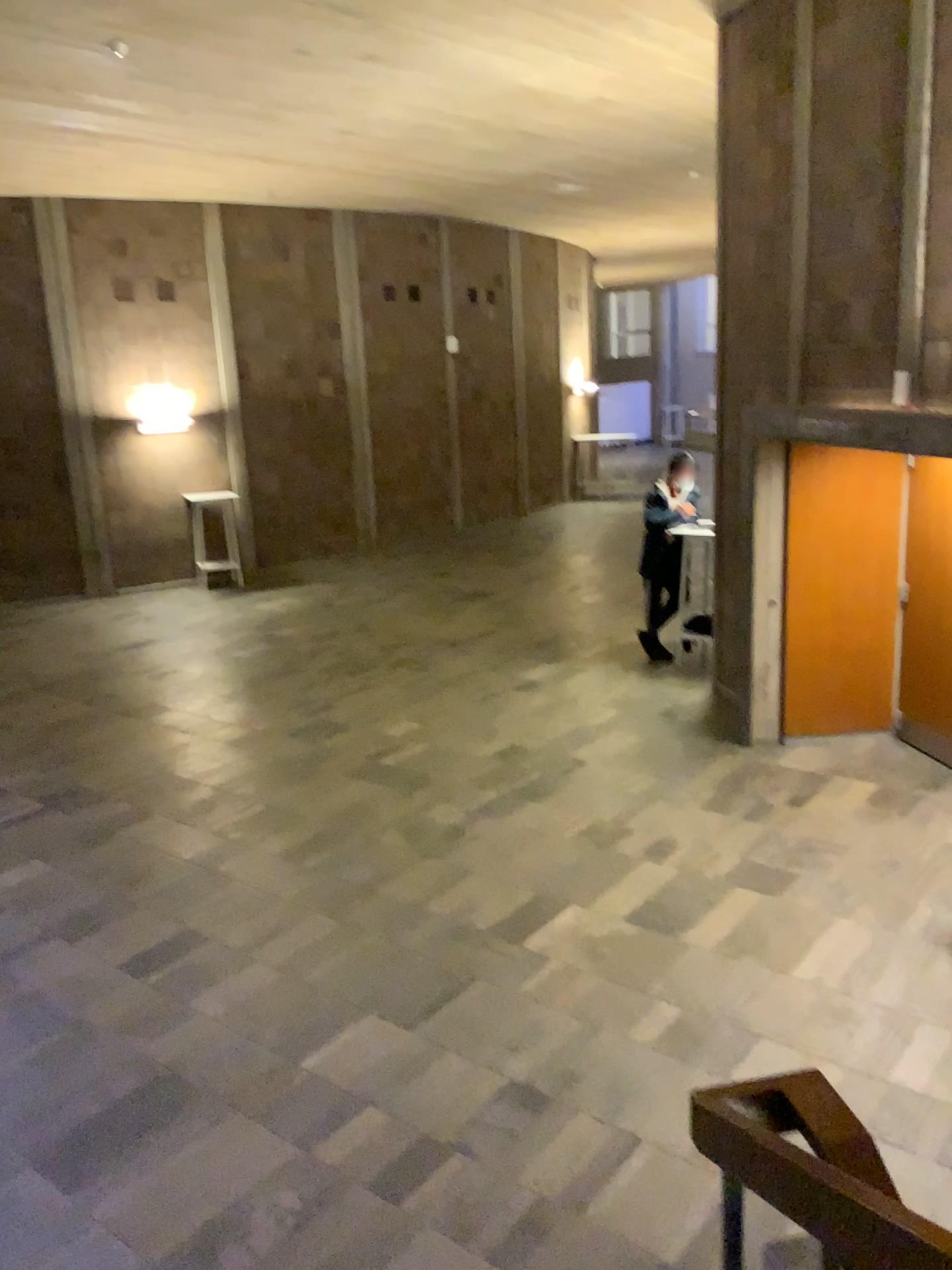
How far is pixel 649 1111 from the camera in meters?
3.7 m
